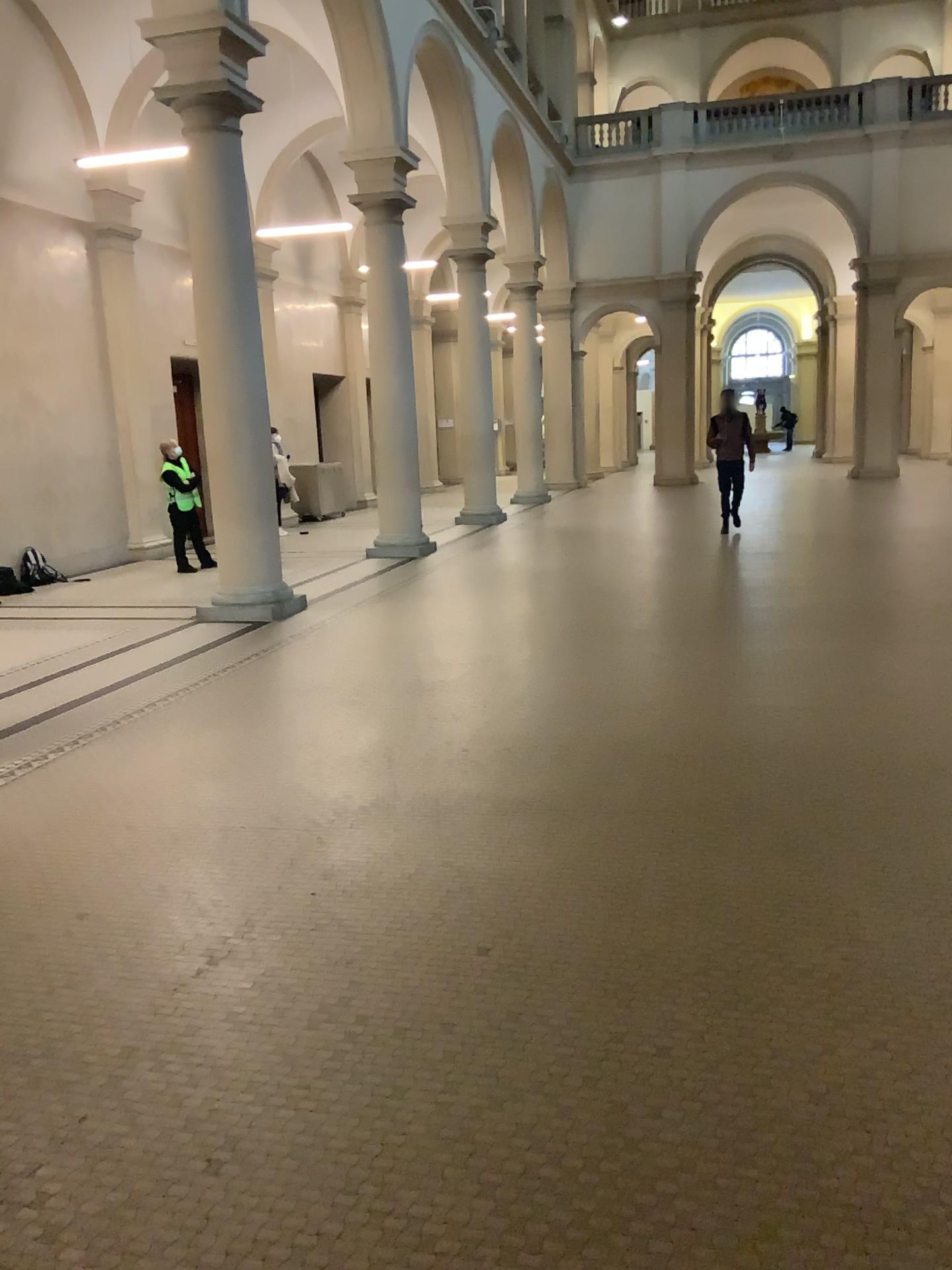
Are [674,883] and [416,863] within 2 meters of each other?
yes
